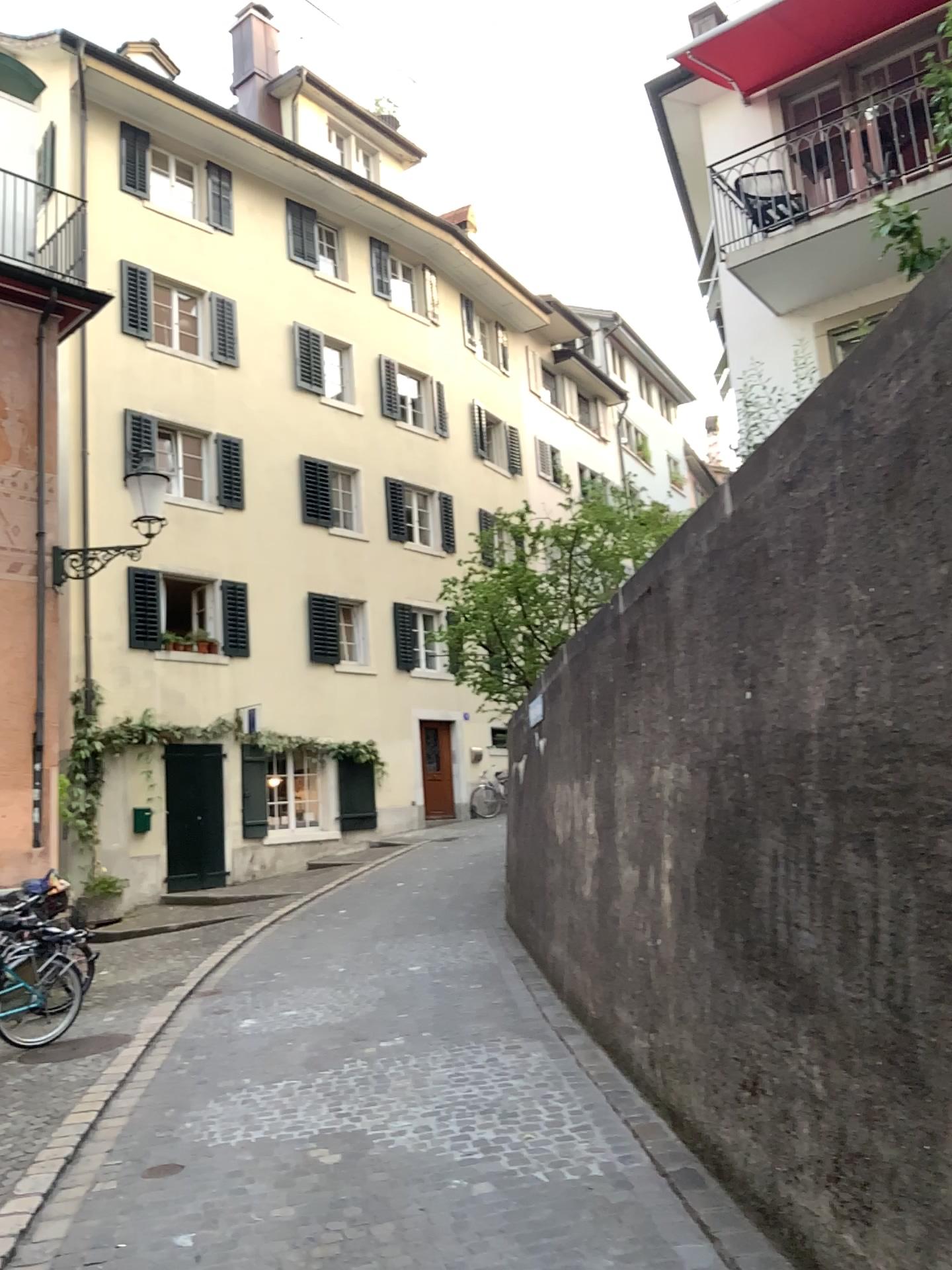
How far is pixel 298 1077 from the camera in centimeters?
557cm
